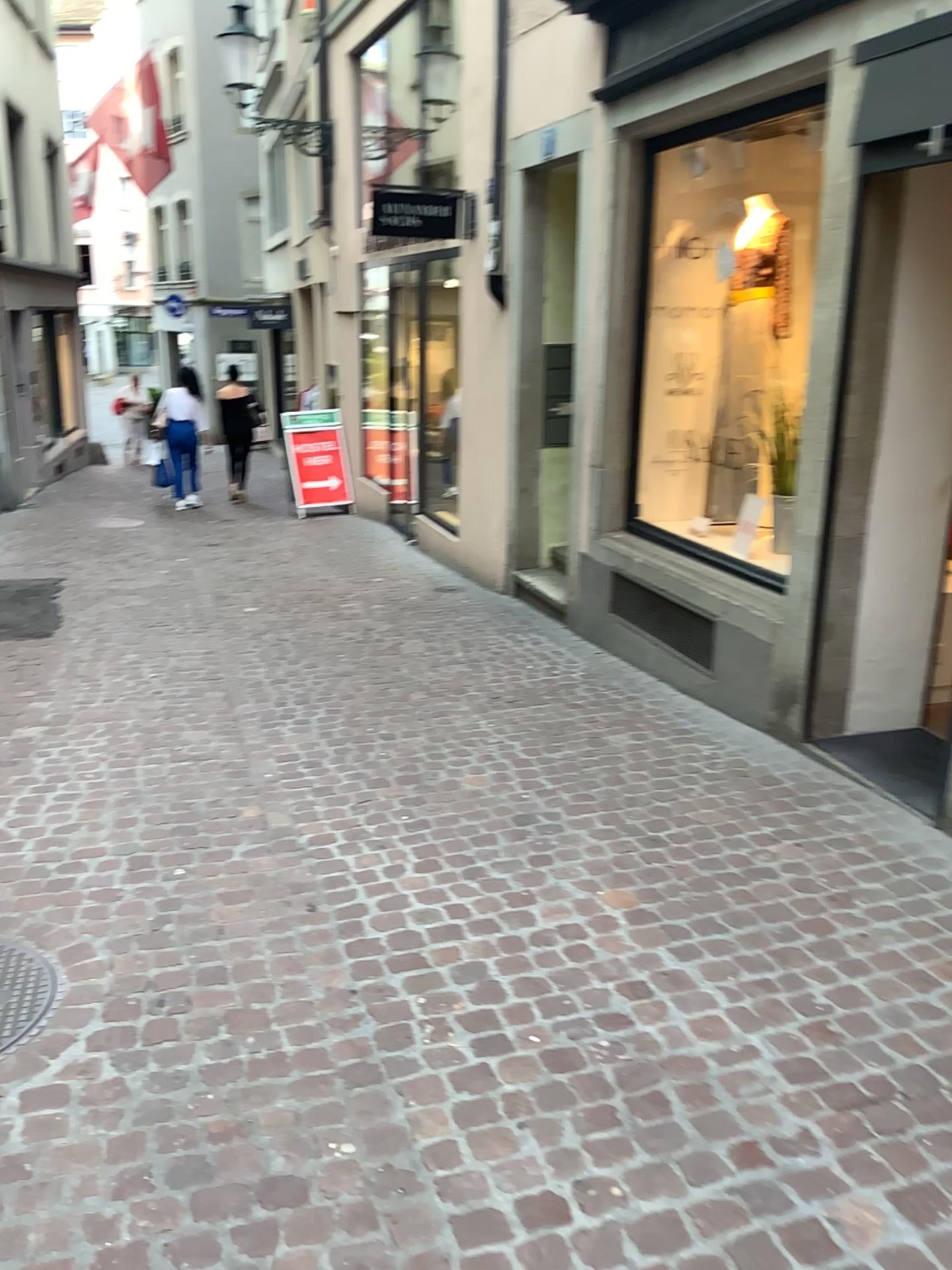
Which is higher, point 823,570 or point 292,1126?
point 823,570

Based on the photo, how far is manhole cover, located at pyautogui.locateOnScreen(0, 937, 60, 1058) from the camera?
2.55m

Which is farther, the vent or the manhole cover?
the vent

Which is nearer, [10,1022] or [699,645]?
[10,1022]

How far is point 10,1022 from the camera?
2.6 meters
